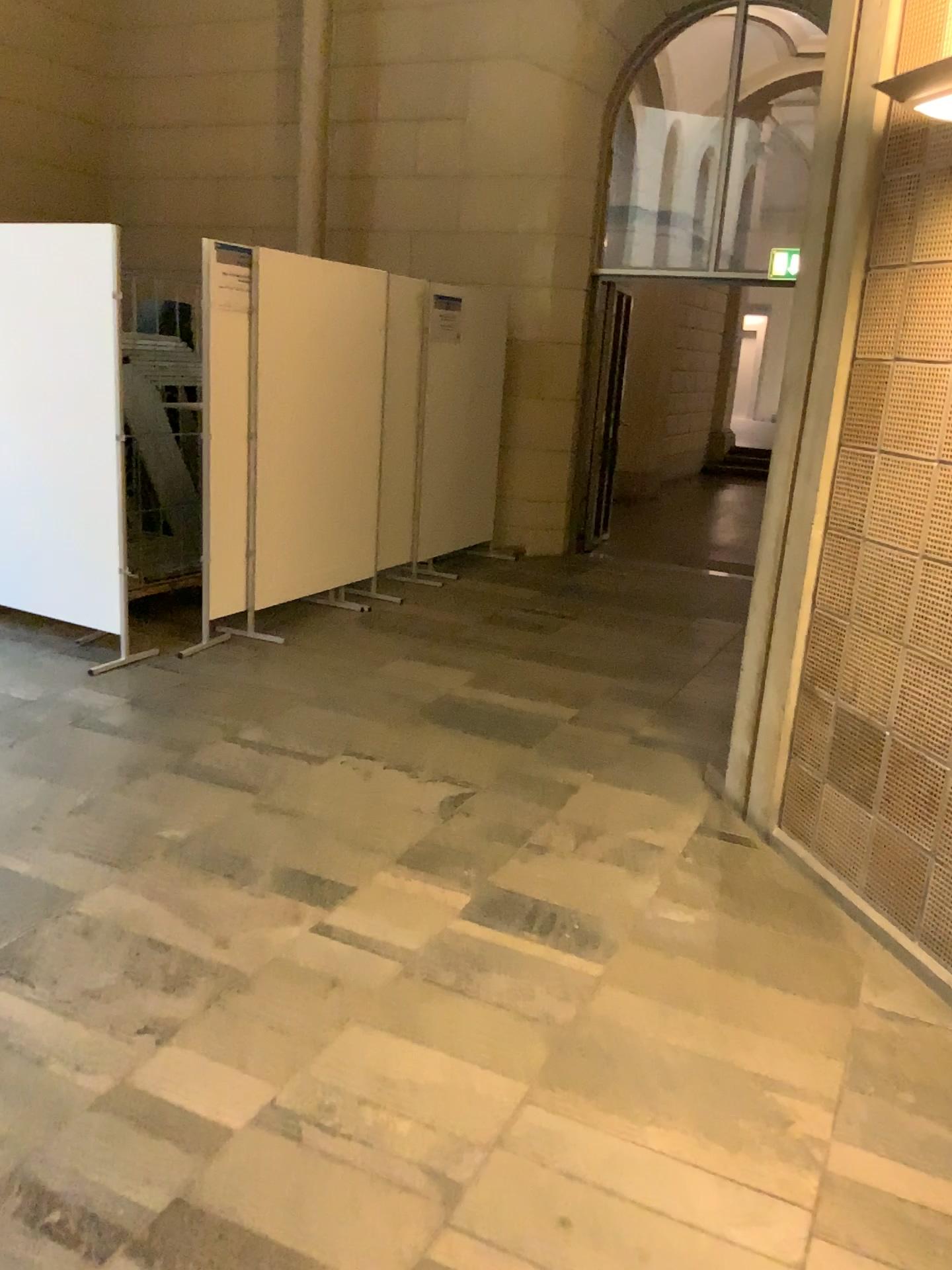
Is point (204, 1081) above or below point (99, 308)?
below
